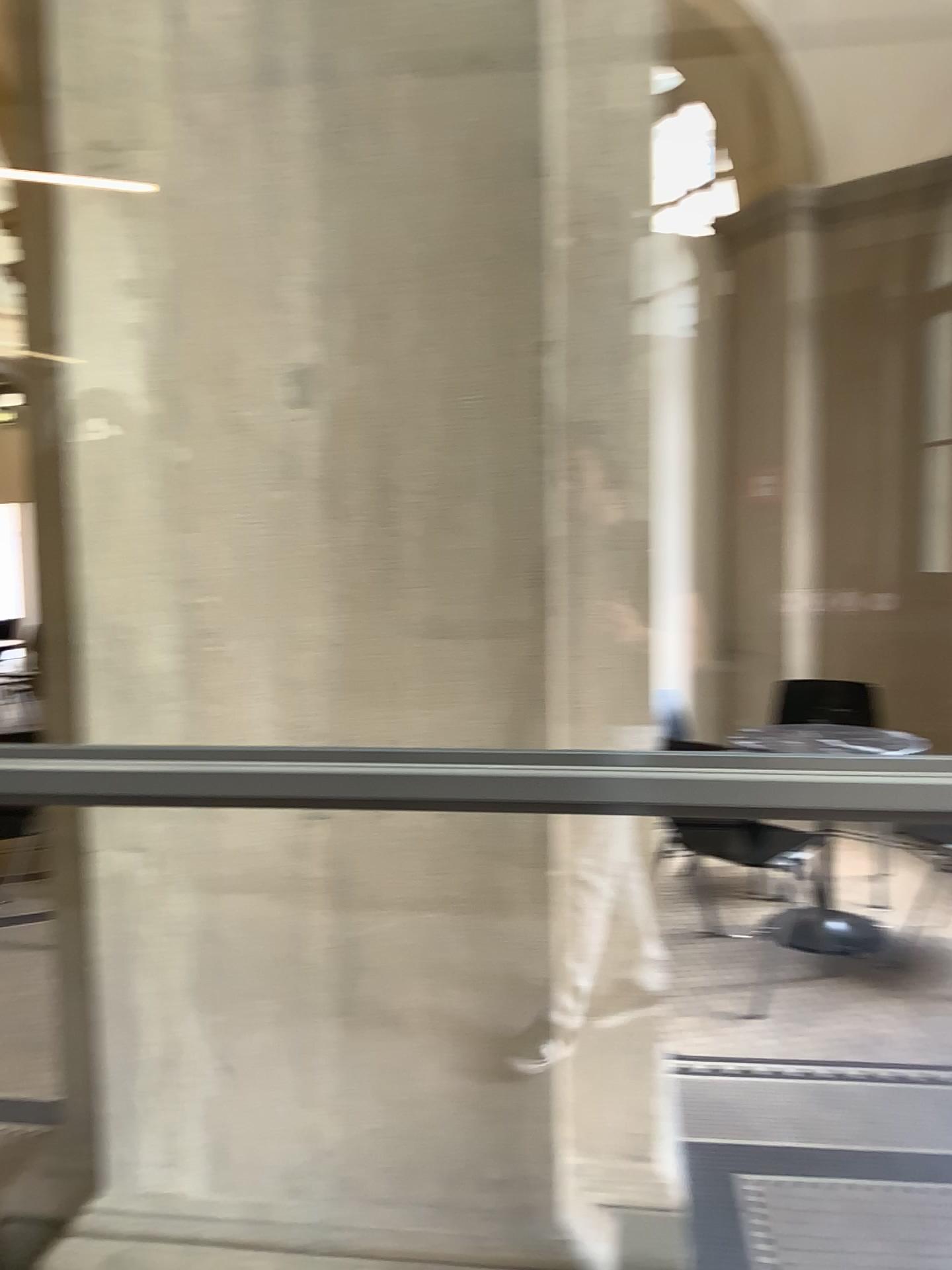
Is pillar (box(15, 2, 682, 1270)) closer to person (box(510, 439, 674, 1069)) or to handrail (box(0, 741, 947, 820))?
person (box(510, 439, 674, 1069))

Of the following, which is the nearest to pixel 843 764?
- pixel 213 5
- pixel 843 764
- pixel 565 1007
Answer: pixel 843 764

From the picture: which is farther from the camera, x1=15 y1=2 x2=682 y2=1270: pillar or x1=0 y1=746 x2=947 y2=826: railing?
x1=15 y1=2 x2=682 y2=1270: pillar

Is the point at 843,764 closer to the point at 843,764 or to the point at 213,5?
the point at 843,764

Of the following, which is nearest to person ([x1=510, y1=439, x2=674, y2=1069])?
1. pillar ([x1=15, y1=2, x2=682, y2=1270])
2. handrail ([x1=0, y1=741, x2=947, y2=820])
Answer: pillar ([x1=15, y1=2, x2=682, y2=1270])

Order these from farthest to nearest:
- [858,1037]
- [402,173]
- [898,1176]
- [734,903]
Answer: [734,903], [858,1037], [898,1176], [402,173]

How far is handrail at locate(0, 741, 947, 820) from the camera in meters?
1.3 m

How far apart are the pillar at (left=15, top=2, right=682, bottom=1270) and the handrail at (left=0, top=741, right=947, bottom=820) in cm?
36

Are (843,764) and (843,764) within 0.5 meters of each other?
yes
